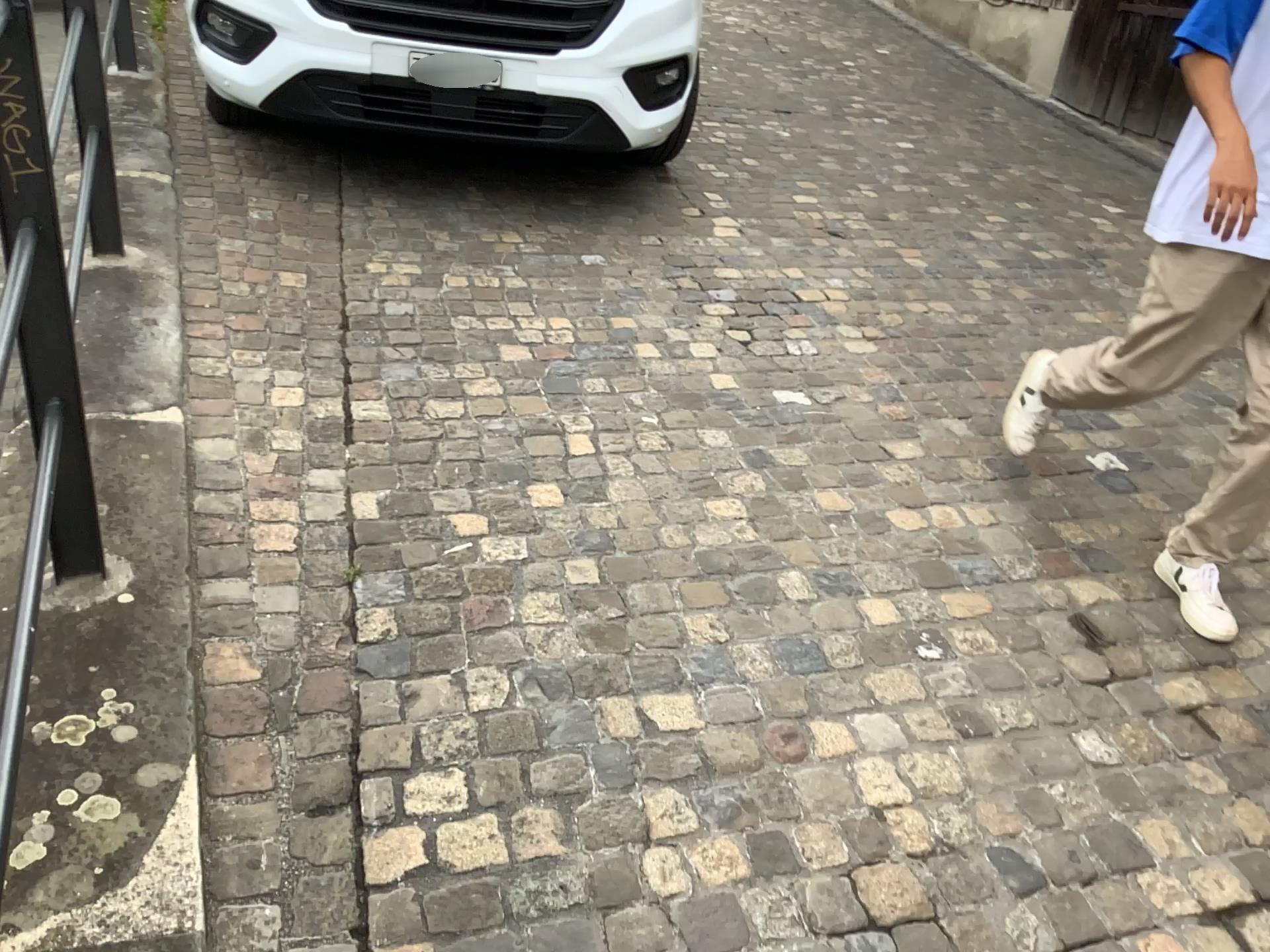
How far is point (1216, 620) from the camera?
2.2m

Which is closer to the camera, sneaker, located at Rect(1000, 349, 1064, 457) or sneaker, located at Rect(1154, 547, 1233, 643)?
sneaker, located at Rect(1154, 547, 1233, 643)

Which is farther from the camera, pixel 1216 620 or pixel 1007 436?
pixel 1007 436

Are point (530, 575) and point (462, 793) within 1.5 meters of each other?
yes

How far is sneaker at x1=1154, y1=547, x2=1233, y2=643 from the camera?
2.21m
